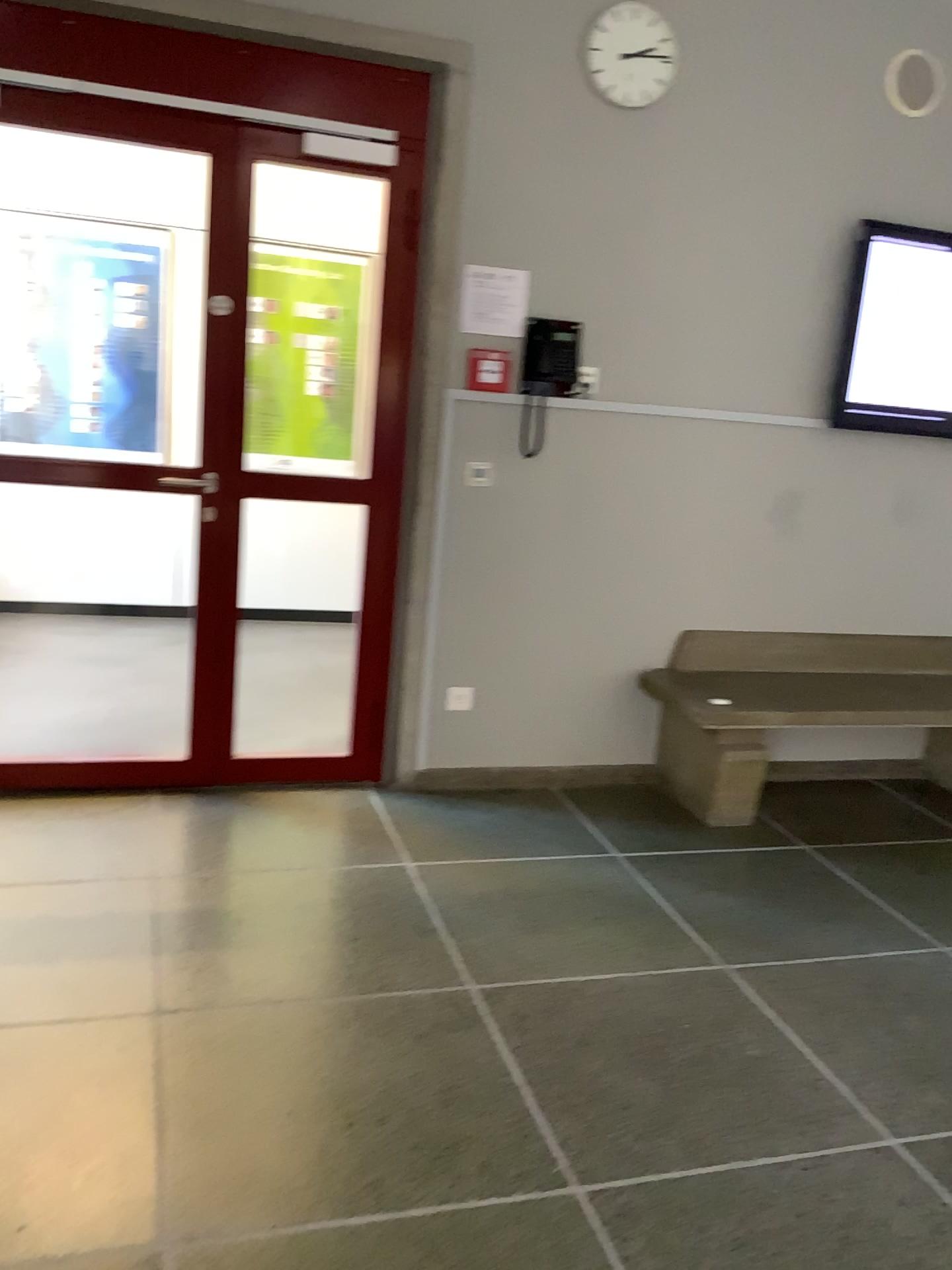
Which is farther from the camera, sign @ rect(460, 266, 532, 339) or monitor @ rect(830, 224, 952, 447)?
monitor @ rect(830, 224, 952, 447)

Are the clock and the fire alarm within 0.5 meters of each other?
no

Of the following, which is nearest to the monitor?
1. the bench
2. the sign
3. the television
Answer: the television

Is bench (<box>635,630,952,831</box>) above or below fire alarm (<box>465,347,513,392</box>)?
below

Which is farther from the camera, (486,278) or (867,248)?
(867,248)

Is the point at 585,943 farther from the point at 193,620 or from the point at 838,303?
the point at 838,303

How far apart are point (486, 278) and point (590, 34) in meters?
0.8

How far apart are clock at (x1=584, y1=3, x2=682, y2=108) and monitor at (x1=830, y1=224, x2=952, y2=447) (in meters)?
0.94

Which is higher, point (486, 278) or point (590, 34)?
point (590, 34)

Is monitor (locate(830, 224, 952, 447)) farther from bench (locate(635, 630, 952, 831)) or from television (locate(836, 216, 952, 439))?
bench (locate(635, 630, 952, 831))
